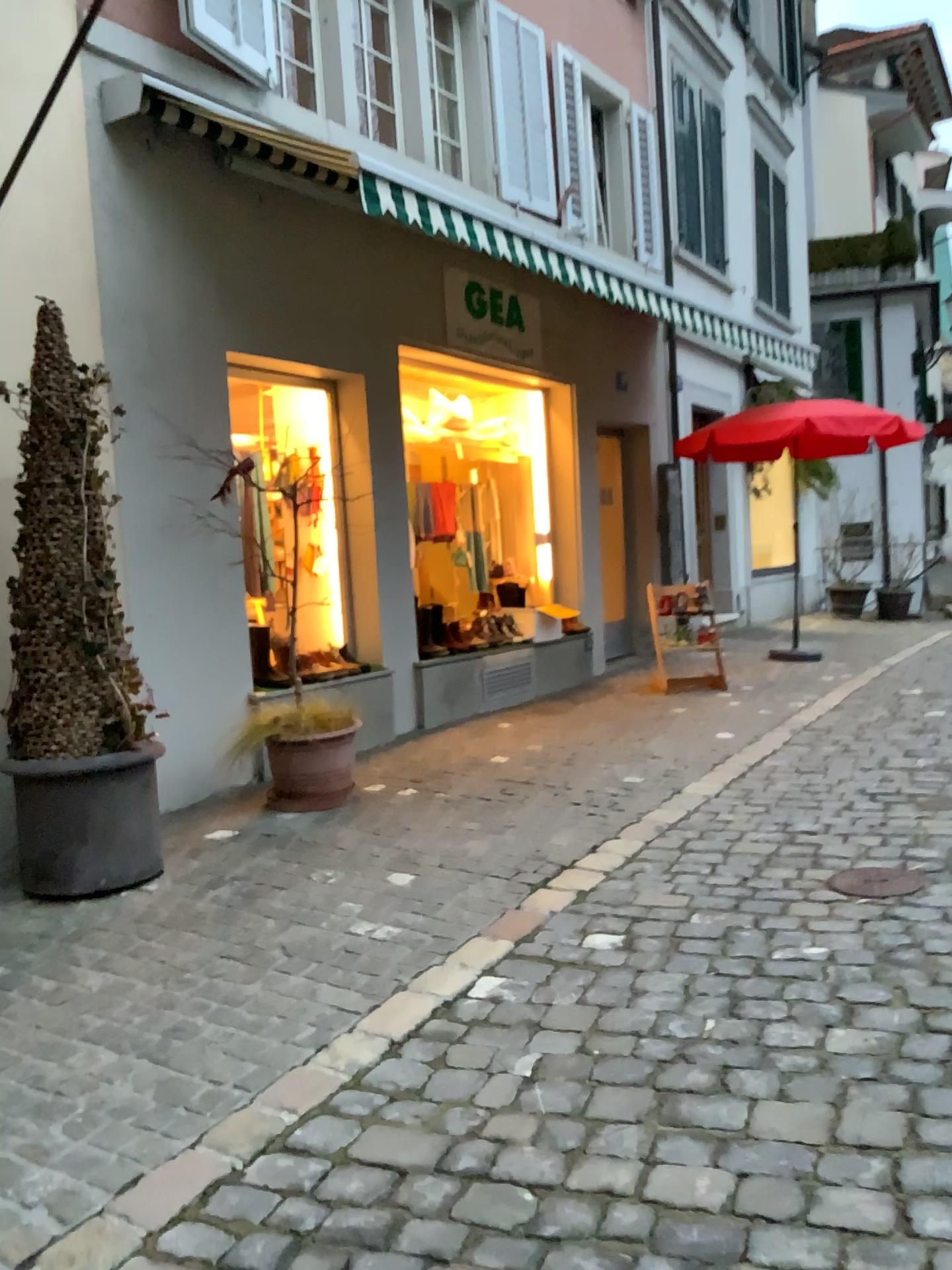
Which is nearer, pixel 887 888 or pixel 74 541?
pixel 887 888

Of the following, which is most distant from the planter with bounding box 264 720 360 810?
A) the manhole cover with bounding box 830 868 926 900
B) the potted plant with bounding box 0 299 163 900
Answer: the manhole cover with bounding box 830 868 926 900

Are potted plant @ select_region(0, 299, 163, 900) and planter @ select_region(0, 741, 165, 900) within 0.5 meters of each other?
yes

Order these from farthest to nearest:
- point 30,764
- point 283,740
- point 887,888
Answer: point 283,740, point 30,764, point 887,888

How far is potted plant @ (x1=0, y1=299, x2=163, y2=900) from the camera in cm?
385

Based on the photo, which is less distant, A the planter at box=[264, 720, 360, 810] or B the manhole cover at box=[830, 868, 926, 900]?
B the manhole cover at box=[830, 868, 926, 900]

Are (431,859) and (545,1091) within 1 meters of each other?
no

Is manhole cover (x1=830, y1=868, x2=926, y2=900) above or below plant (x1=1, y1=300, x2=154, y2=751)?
below

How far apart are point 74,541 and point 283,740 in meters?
1.4

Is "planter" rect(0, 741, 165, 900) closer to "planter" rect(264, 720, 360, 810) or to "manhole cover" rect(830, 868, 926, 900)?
"planter" rect(264, 720, 360, 810)
